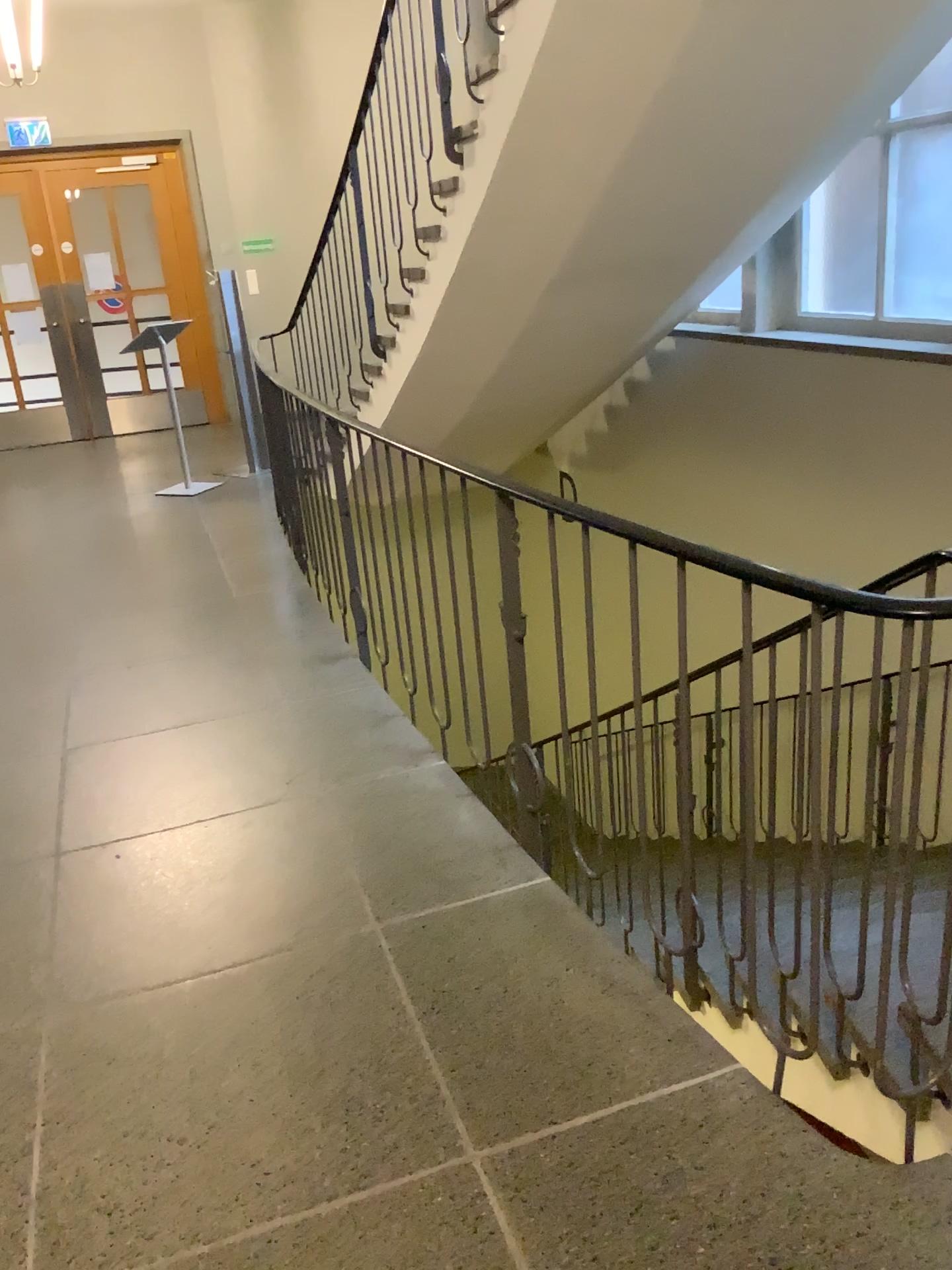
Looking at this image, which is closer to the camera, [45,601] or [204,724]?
[204,724]
